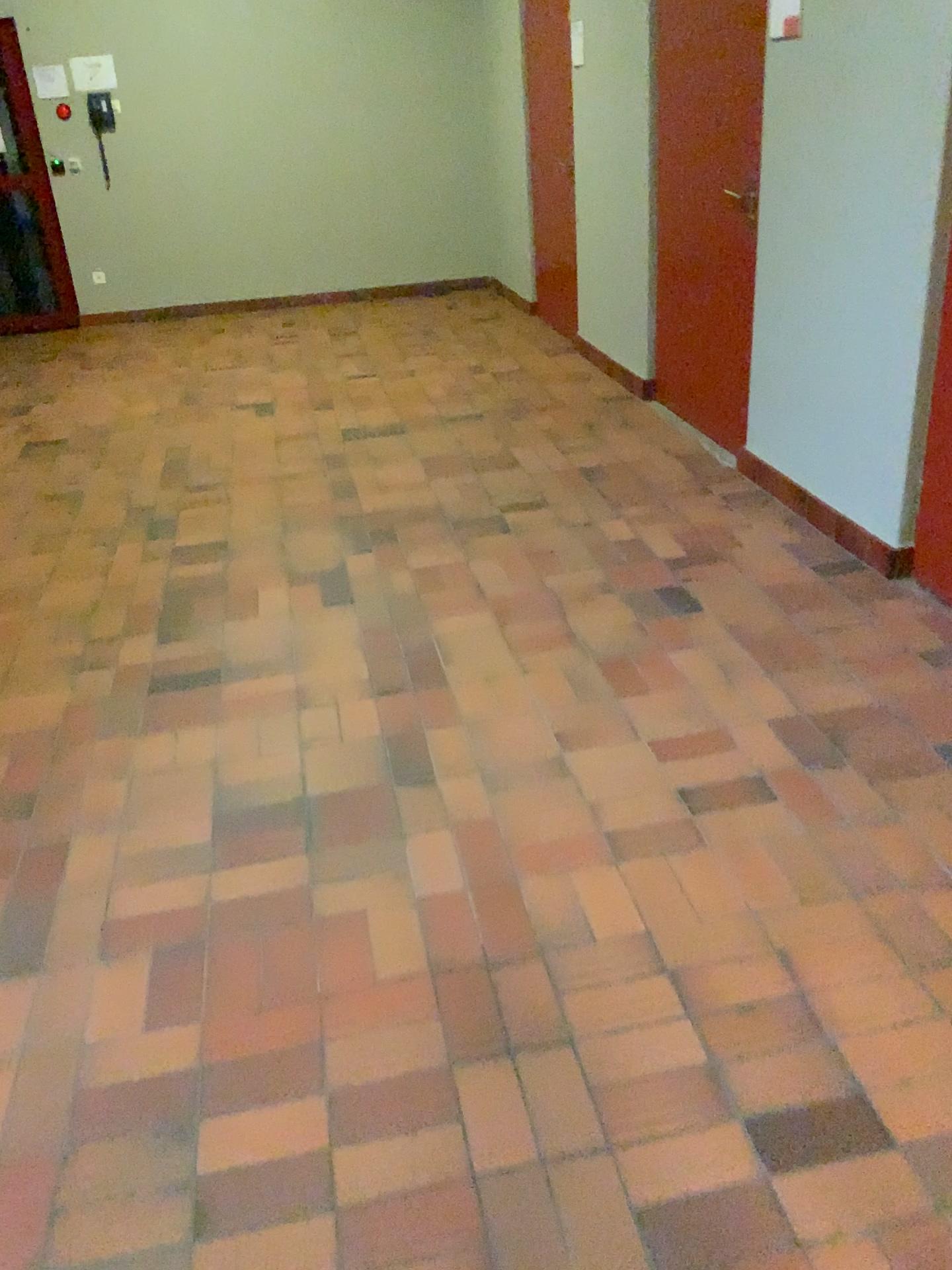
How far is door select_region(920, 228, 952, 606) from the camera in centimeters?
283cm

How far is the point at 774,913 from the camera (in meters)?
1.96

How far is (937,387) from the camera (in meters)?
2.83
